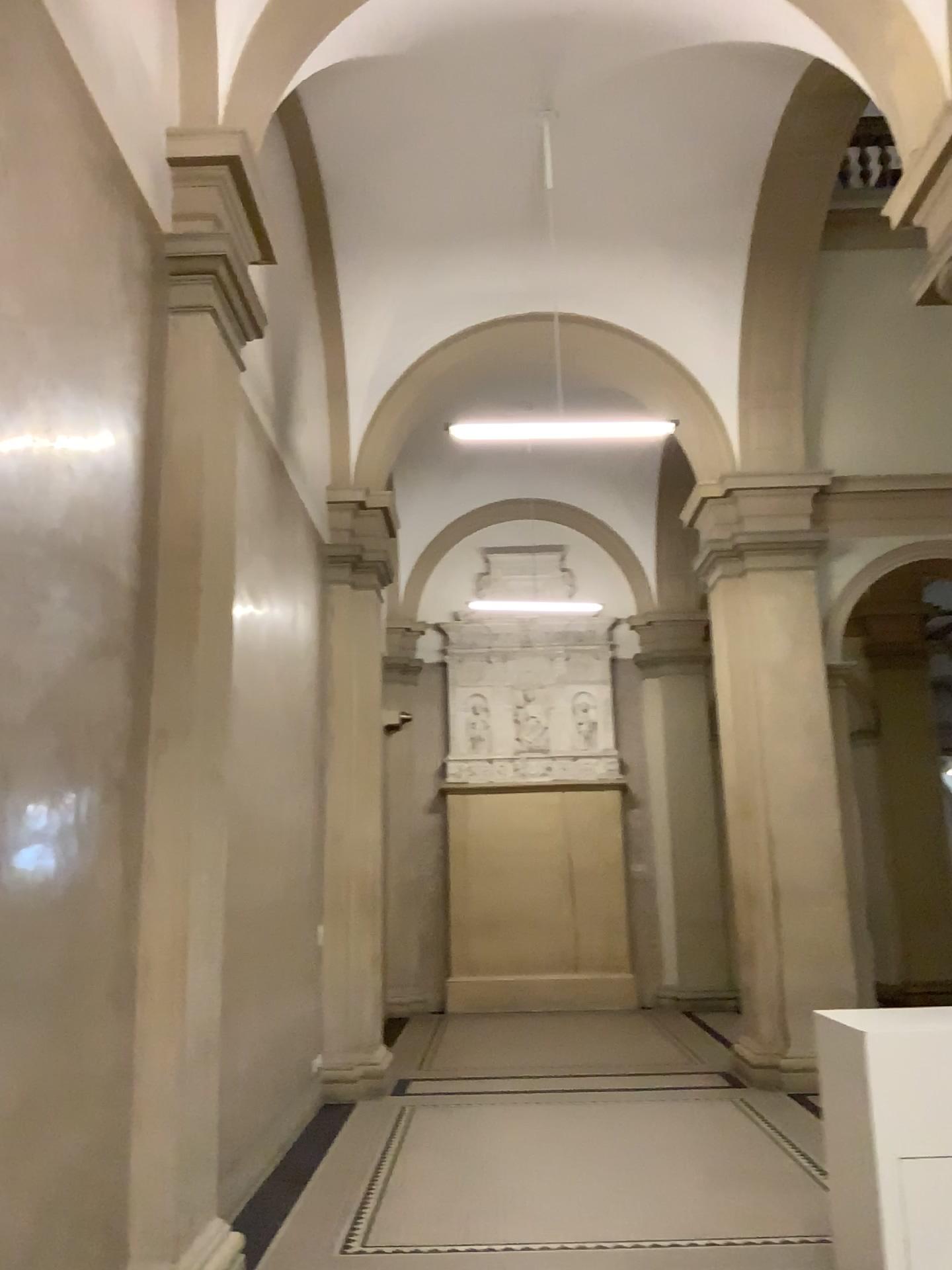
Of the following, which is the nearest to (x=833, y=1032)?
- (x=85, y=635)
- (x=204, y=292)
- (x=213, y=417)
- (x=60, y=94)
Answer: (x=85, y=635)
